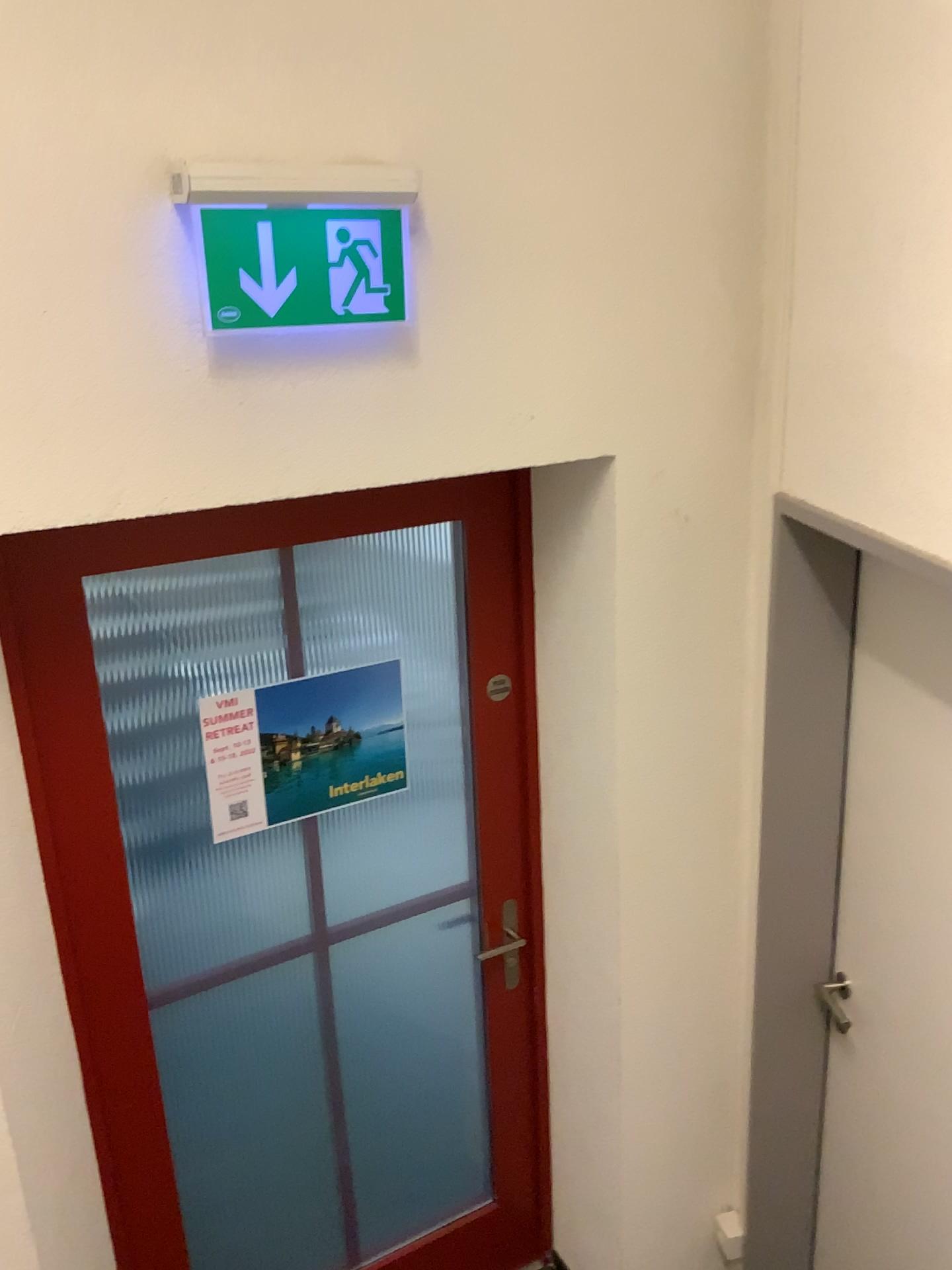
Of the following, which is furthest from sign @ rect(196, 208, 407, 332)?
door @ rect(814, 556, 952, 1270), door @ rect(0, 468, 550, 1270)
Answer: door @ rect(814, 556, 952, 1270)

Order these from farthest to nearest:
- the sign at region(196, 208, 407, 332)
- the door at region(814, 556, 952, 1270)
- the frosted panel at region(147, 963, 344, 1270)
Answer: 1. the frosted panel at region(147, 963, 344, 1270)
2. the door at region(814, 556, 952, 1270)
3. the sign at region(196, 208, 407, 332)

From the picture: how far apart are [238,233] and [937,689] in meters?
1.4 m

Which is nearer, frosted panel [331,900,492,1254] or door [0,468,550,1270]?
door [0,468,550,1270]

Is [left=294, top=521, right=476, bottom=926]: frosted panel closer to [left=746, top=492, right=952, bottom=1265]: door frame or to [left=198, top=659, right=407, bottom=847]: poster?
[left=198, top=659, right=407, bottom=847]: poster

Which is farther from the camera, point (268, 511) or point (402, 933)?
point (402, 933)

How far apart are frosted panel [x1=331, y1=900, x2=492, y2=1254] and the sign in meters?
1.3 m

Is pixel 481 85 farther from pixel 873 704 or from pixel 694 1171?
pixel 694 1171

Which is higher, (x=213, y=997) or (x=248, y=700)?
(x=248, y=700)

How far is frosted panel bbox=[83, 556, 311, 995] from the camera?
1.9m
